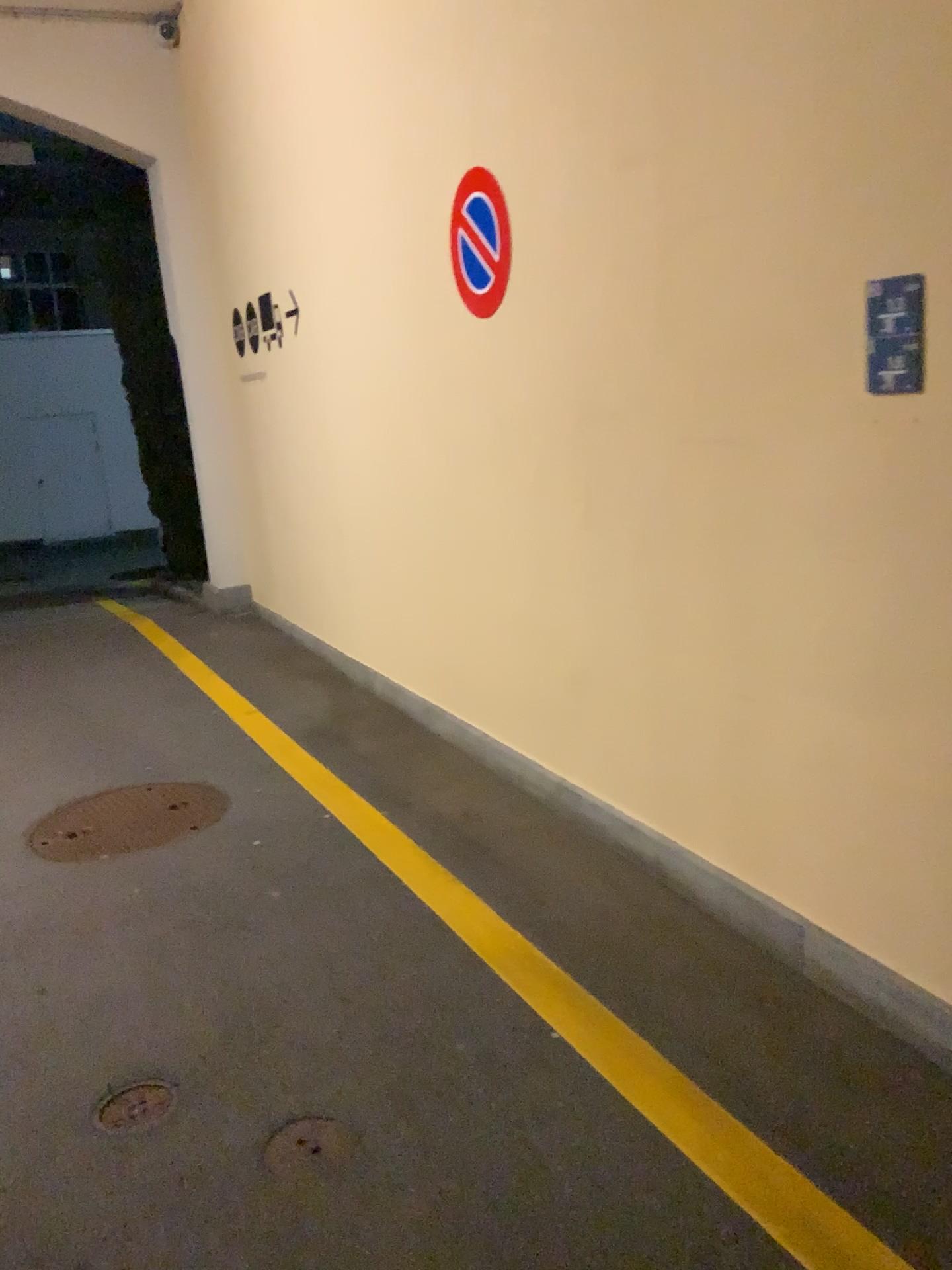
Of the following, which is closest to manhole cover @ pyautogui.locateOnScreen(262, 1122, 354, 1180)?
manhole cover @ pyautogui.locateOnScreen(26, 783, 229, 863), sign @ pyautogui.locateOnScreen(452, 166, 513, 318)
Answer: manhole cover @ pyautogui.locateOnScreen(26, 783, 229, 863)

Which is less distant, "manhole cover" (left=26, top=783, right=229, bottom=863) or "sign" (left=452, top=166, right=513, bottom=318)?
"sign" (left=452, top=166, right=513, bottom=318)

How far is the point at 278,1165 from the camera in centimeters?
216cm

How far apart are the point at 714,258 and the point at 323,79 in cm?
321

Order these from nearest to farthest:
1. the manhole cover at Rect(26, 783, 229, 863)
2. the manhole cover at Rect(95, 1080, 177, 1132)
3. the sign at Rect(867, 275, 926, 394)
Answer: the sign at Rect(867, 275, 926, 394), the manhole cover at Rect(95, 1080, 177, 1132), the manhole cover at Rect(26, 783, 229, 863)

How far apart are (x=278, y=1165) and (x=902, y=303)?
2.2 meters

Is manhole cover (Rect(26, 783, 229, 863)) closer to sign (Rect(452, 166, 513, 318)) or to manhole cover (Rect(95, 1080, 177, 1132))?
manhole cover (Rect(95, 1080, 177, 1132))

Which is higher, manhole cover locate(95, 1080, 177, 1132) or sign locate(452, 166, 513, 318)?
sign locate(452, 166, 513, 318)

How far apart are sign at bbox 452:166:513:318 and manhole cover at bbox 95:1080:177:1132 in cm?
264

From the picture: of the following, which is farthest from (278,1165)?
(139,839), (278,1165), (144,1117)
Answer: (139,839)
